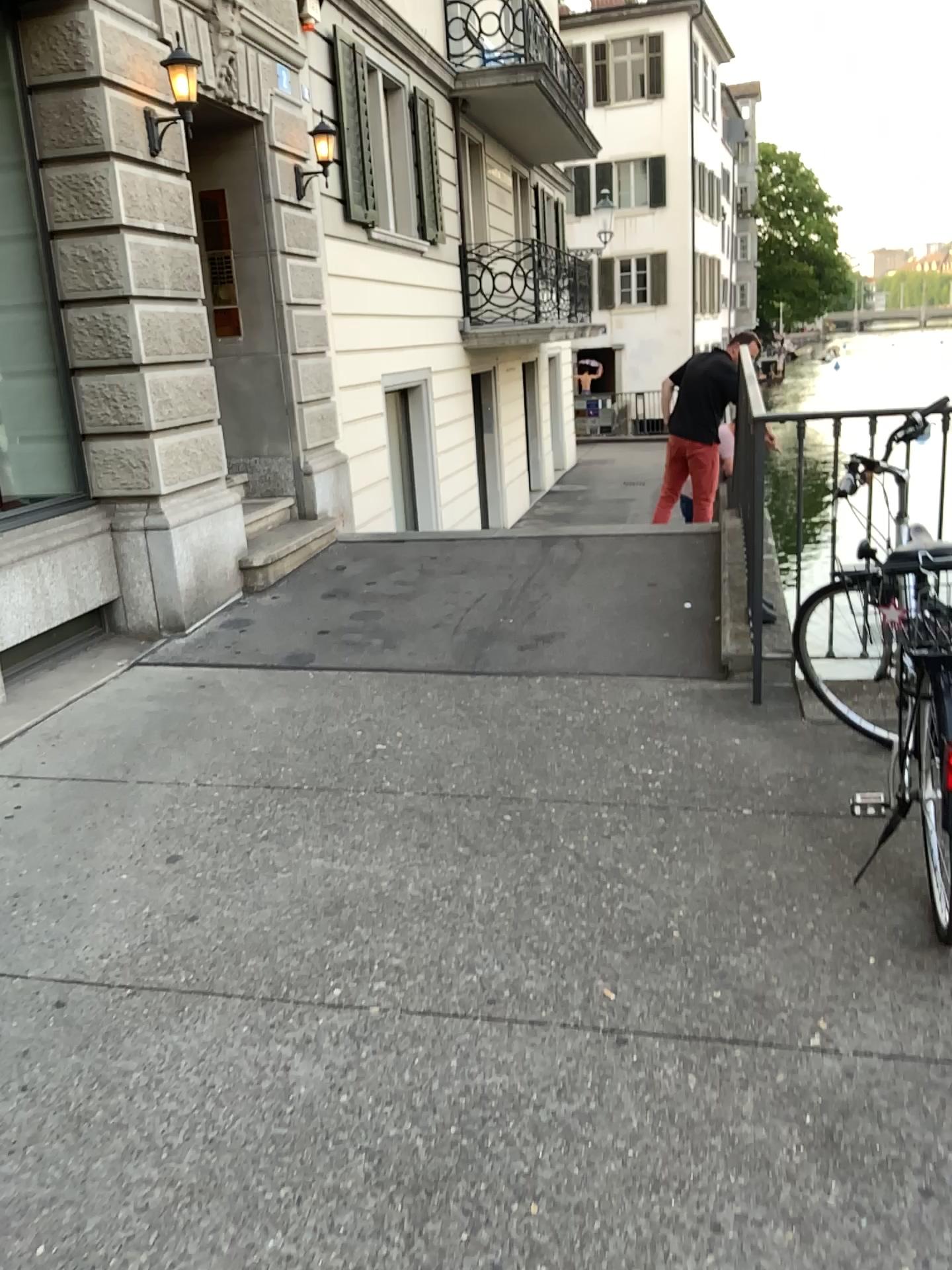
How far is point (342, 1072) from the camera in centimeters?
219cm
